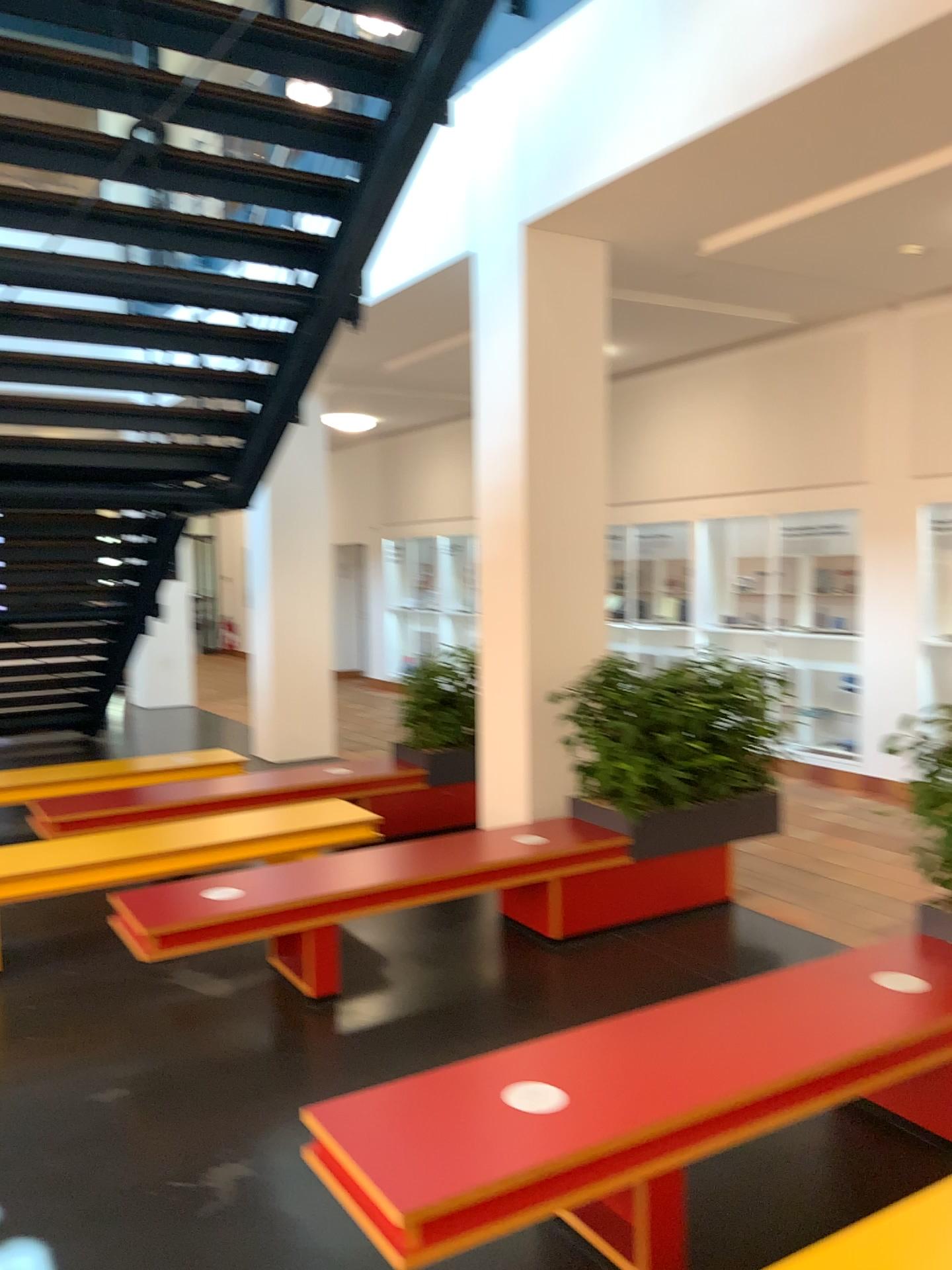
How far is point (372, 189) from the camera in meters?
4.7 m

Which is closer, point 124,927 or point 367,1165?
point 367,1165

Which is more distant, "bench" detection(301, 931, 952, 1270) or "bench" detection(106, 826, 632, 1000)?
"bench" detection(106, 826, 632, 1000)
